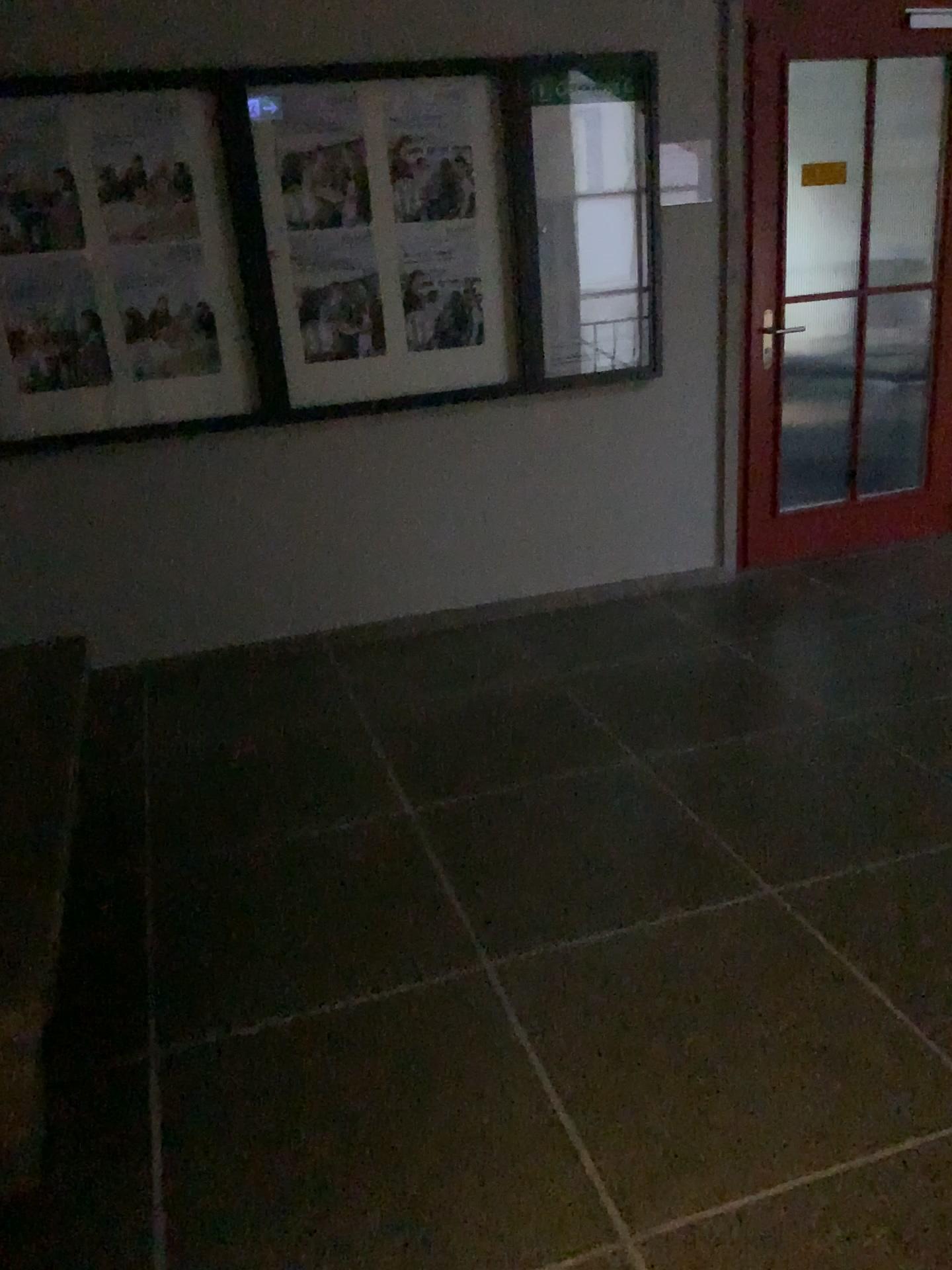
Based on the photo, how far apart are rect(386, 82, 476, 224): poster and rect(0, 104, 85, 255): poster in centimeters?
105cm

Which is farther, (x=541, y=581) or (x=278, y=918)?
(x=541, y=581)

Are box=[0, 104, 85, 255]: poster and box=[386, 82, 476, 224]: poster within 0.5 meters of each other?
no

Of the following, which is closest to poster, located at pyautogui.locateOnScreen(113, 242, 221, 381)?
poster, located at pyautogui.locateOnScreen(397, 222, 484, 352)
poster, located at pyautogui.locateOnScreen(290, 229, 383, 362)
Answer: poster, located at pyautogui.locateOnScreen(290, 229, 383, 362)

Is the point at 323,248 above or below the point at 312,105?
below

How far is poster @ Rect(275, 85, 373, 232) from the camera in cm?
349

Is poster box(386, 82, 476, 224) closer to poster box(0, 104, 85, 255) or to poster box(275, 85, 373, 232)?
poster box(275, 85, 373, 232)

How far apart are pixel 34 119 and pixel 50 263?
0.4m

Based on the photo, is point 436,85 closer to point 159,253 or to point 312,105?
point 312,105

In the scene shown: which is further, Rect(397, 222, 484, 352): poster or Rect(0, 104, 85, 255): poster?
Rect(397, 222, 484, 352): poster
